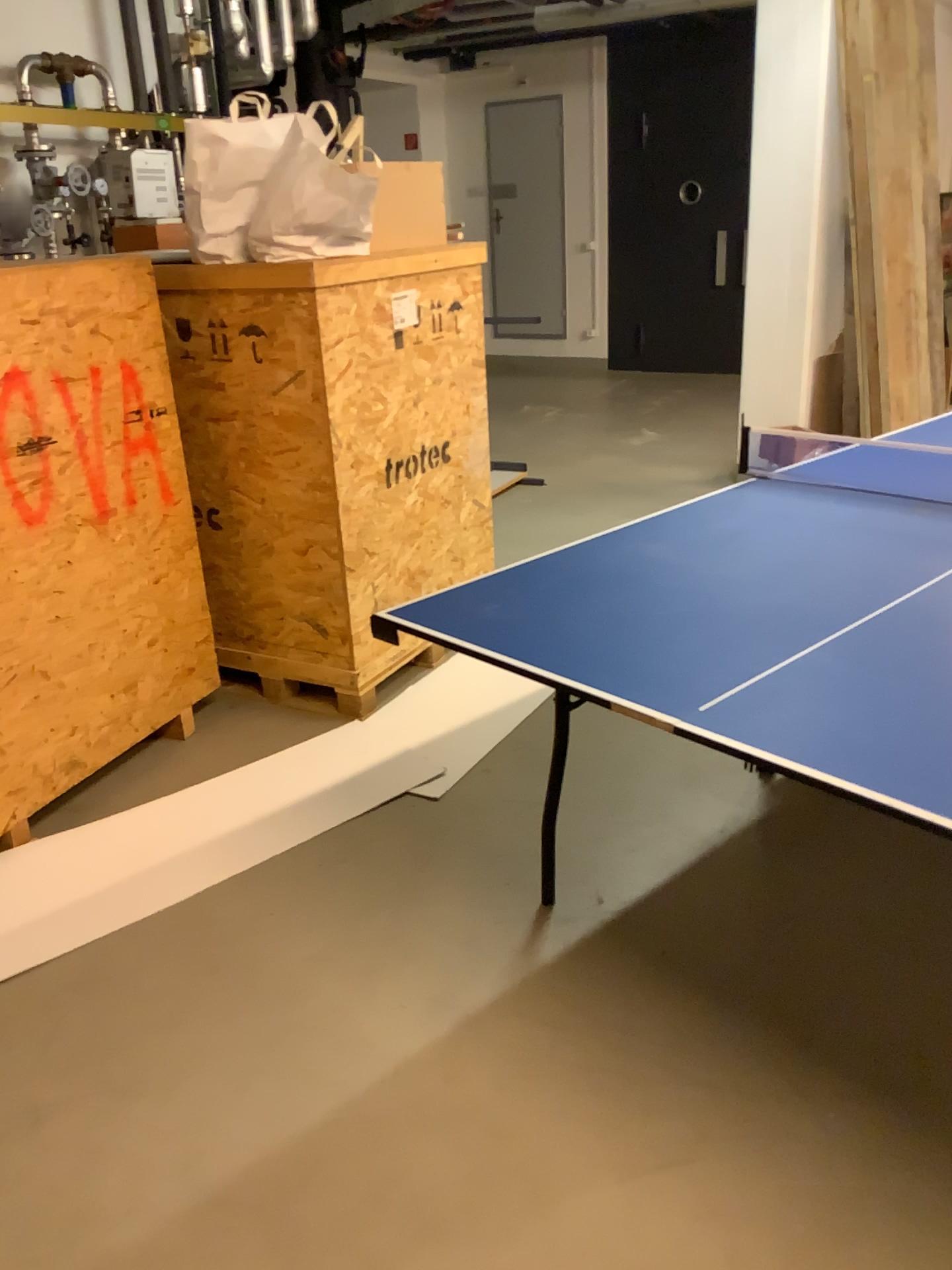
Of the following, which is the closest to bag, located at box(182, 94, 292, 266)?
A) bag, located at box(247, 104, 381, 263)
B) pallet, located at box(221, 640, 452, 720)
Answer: bag, located at box(247, 104, 381, 263)

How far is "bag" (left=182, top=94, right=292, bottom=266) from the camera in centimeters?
293cm

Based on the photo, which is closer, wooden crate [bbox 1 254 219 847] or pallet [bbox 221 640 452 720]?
wooden crate [bbox 1 254 219 847]

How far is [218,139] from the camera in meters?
2.9 m

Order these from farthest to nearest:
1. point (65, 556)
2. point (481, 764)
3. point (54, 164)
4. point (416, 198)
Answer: point (54, 164), point (416, 198), point (481, 764), point (65, 556)

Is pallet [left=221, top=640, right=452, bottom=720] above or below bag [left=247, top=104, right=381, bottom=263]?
below

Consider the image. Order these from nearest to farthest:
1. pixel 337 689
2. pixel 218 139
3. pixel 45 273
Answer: pixel 45 273
pixel 218 139
pixel 337 689

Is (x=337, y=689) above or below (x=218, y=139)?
below

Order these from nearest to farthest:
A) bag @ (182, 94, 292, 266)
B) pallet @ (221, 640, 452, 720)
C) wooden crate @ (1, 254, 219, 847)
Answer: wooden crate @ (1, 254, 219, 847) → bag @ (182, 94, 292, 266) → pallet @ (221, 640, 452, 720)

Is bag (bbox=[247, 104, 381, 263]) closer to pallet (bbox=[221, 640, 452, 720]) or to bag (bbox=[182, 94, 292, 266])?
bag (bbox=[182, 94, 292, 266])
